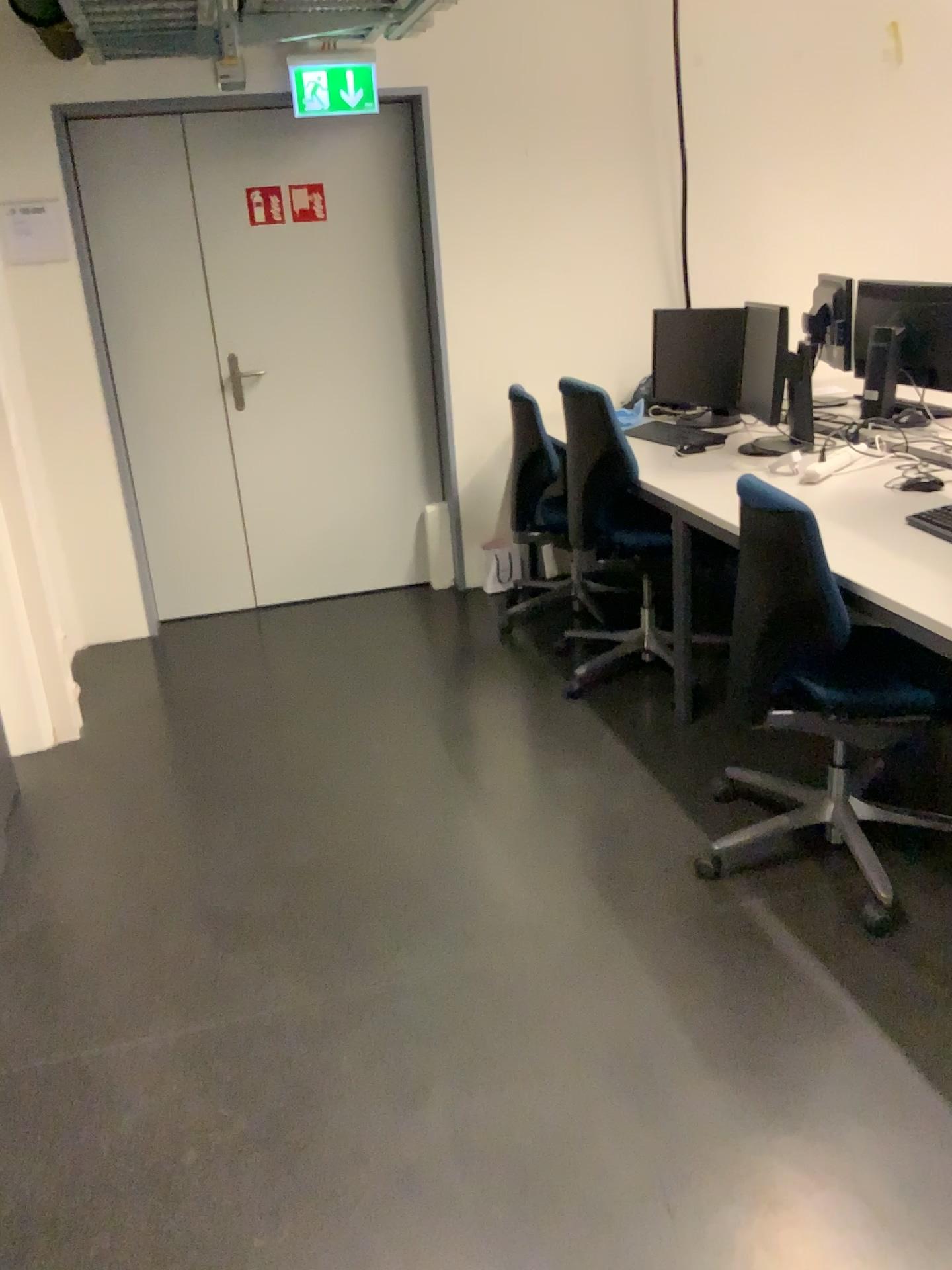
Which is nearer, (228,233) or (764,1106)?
(764,1106)

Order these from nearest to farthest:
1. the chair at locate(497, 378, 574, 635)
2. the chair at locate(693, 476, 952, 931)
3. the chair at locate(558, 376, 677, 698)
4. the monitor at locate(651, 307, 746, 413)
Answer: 1. the chair at locate(693, 476, 952, 931)
2. the chair at locate(558, 376, 677, 698)
3. the monitor at locate(651, 307, 746, 413)
4. the chair at locate(497, 378, 574, 635)

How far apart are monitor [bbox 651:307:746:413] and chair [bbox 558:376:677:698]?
0.35m

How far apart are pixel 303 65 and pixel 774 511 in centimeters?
280cm

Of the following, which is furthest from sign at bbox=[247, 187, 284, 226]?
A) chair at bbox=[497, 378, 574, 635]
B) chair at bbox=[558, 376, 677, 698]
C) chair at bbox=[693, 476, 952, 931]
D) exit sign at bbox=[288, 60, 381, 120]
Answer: chair at bbox=[693, 476, 952, 931]

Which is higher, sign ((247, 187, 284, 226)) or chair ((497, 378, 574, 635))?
sign ((247, 187, 284, 226))

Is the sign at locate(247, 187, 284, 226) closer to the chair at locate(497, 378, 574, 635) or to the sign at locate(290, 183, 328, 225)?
the sign at locate(290, 183, 328, 225)

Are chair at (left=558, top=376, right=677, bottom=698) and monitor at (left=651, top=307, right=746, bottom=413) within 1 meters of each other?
yes

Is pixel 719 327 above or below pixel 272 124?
below

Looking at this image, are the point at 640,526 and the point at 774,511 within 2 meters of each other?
yes
